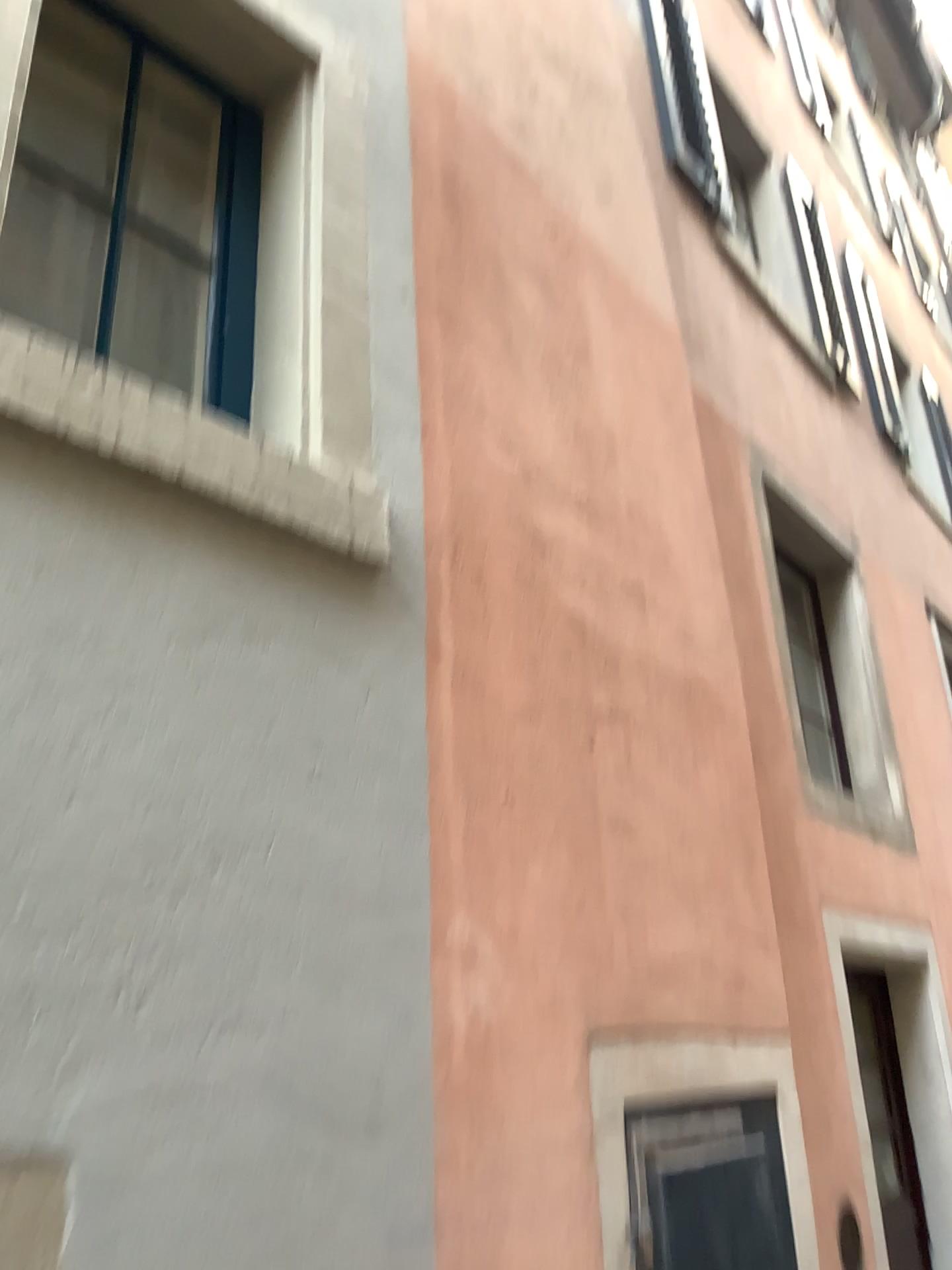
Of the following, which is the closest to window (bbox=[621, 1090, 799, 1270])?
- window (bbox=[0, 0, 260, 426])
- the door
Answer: window (bbox=[0, 0, 260, 426])

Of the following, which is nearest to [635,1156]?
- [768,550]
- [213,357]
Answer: [213,357]

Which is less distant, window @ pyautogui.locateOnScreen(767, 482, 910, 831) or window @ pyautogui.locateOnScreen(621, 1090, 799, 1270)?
window @ pyautogui.locateOnScreen(621, 1090, 799, 1270)

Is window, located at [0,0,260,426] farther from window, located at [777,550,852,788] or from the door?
the door

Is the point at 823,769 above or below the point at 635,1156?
above

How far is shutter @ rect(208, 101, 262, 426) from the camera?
2.01m

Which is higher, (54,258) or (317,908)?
(54,258)

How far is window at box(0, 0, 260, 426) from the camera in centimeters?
182cm

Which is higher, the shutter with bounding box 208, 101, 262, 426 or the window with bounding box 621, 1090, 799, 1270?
the shutter with bounding box 208, 101, 262, 426

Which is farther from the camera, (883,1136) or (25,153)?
(883,1136)
